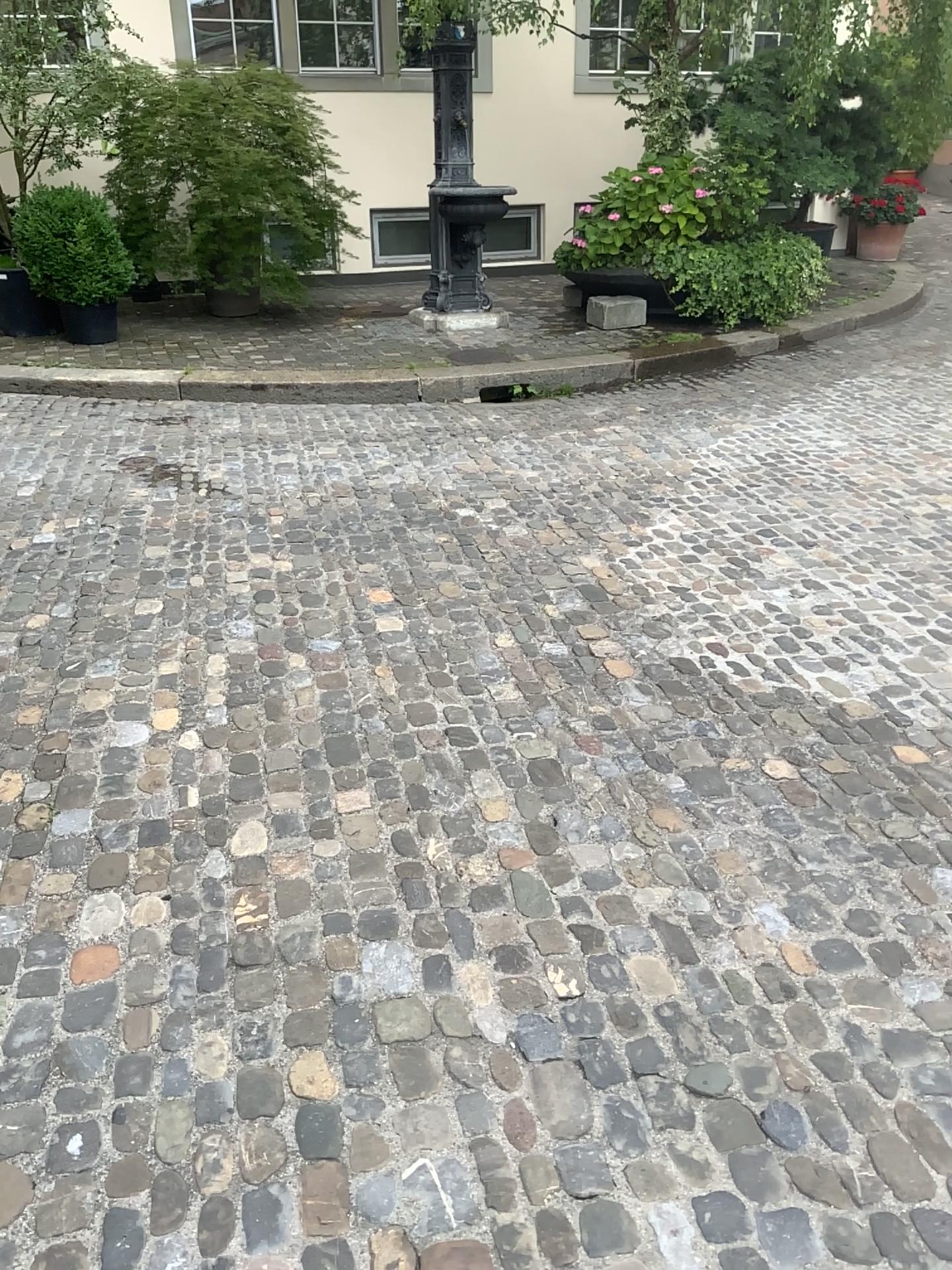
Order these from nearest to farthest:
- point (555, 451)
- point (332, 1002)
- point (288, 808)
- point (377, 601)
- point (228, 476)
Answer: point (332, 1002)
point (288, 808)
point (377, 601)
point (228, 476)
point (555, 451)
